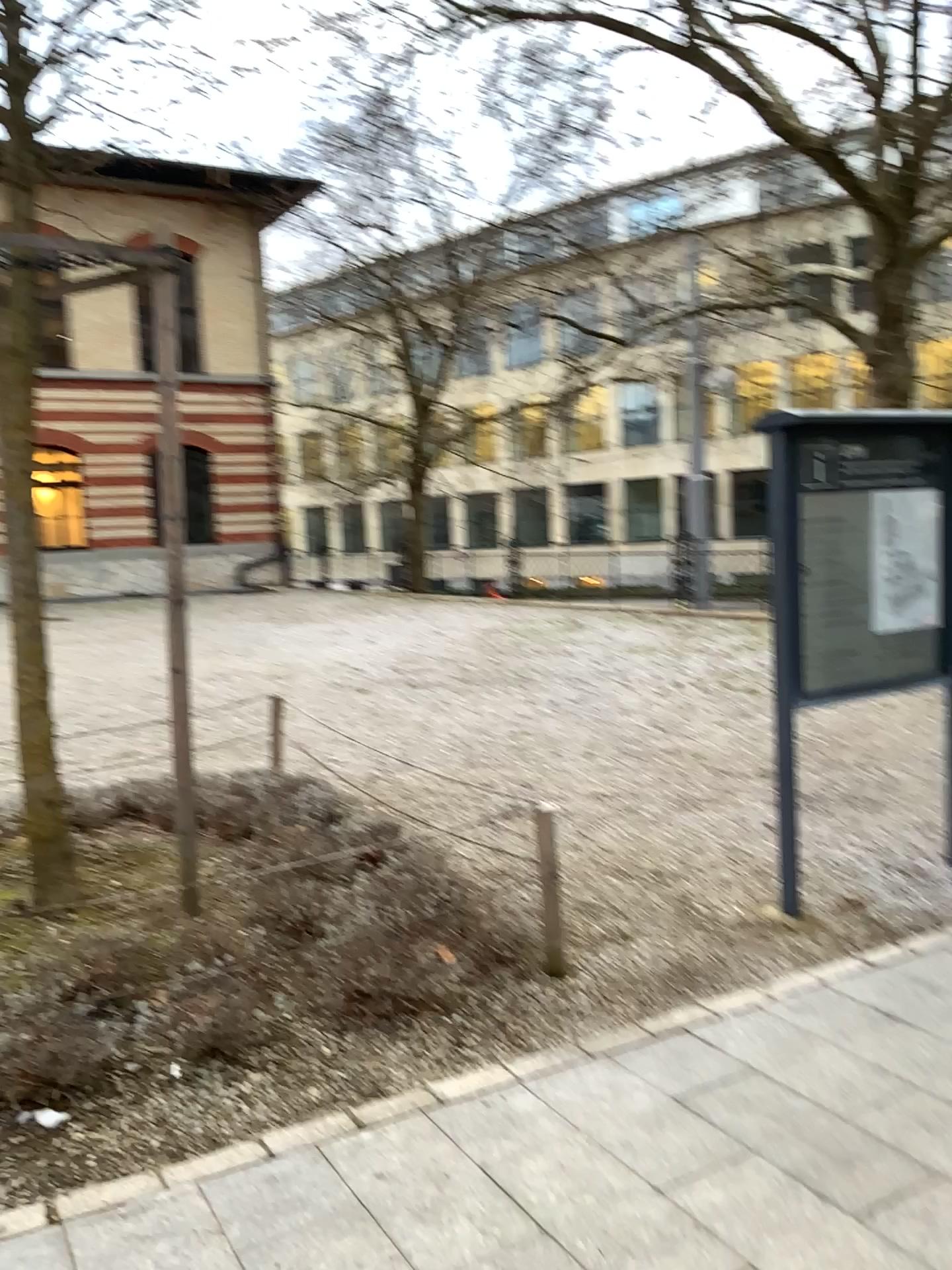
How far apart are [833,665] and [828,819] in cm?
128
